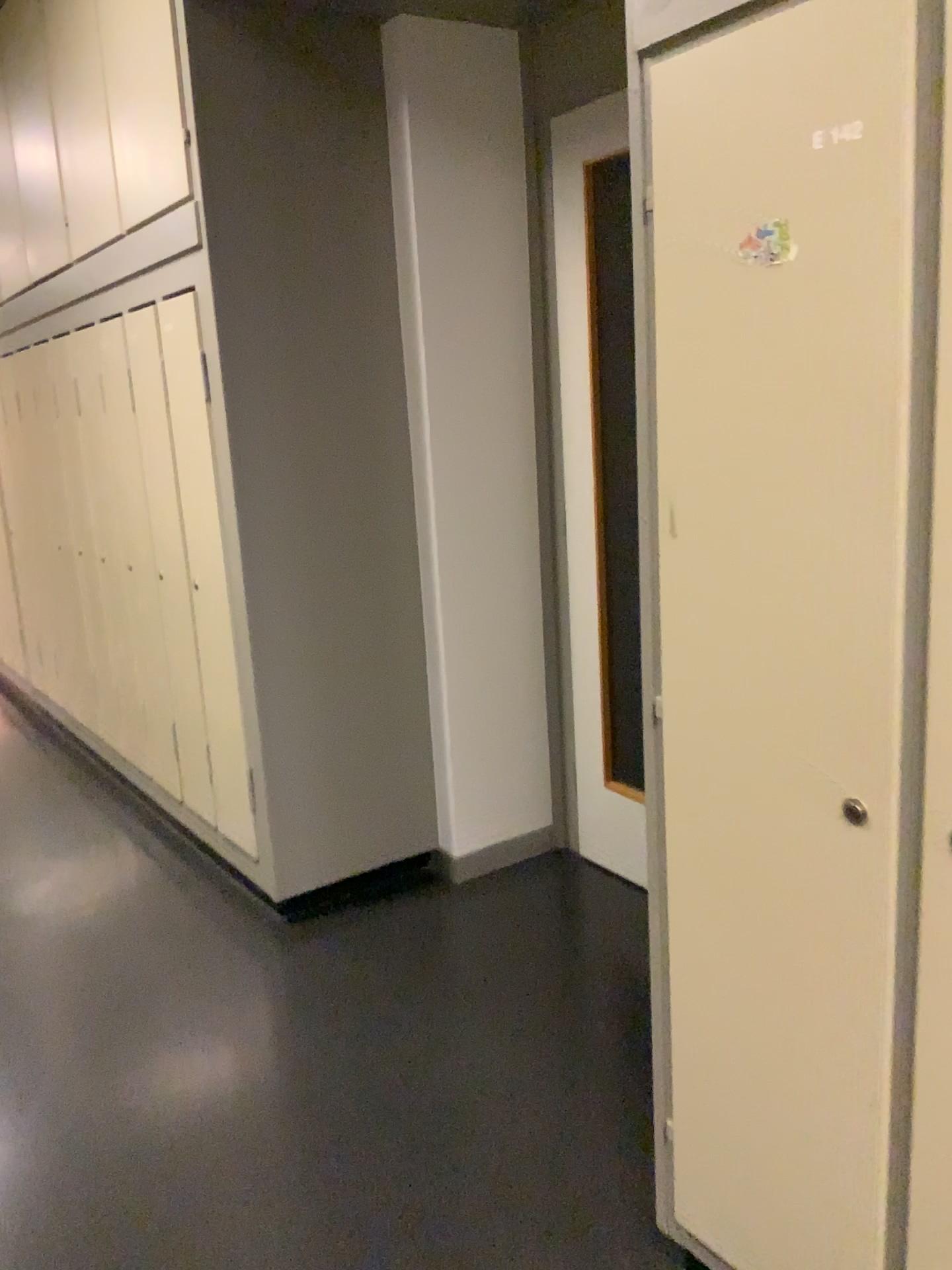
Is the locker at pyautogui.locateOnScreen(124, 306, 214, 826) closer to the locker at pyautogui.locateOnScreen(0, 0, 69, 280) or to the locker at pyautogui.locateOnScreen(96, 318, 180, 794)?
the locker at pyautogui.locateOnScreen(96, 318, 180, 794)

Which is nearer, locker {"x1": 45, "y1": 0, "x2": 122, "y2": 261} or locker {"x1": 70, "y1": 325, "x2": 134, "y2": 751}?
locker {"x1": 45, "y1": 0, "x2": 122, "y2": 261}

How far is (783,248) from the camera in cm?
122

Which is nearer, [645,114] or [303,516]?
[645,114]

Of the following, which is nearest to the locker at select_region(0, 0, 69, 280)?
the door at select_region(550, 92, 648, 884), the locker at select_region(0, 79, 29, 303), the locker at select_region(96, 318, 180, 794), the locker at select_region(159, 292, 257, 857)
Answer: the locker at select_region(0, 79, 29, 303)

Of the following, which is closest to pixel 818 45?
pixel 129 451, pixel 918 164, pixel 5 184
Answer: pixel 918 164

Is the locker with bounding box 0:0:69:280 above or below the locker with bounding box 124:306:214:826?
above

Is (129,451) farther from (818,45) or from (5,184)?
(818,45)

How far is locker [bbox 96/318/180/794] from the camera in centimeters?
349cm

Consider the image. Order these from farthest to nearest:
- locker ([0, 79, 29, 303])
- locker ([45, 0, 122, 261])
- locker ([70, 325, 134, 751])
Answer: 1. locker ([0, 79, 29, 303])
2. locker ([70, 325, 134, 751])
3. locker ([45, 0, 122, 261])
